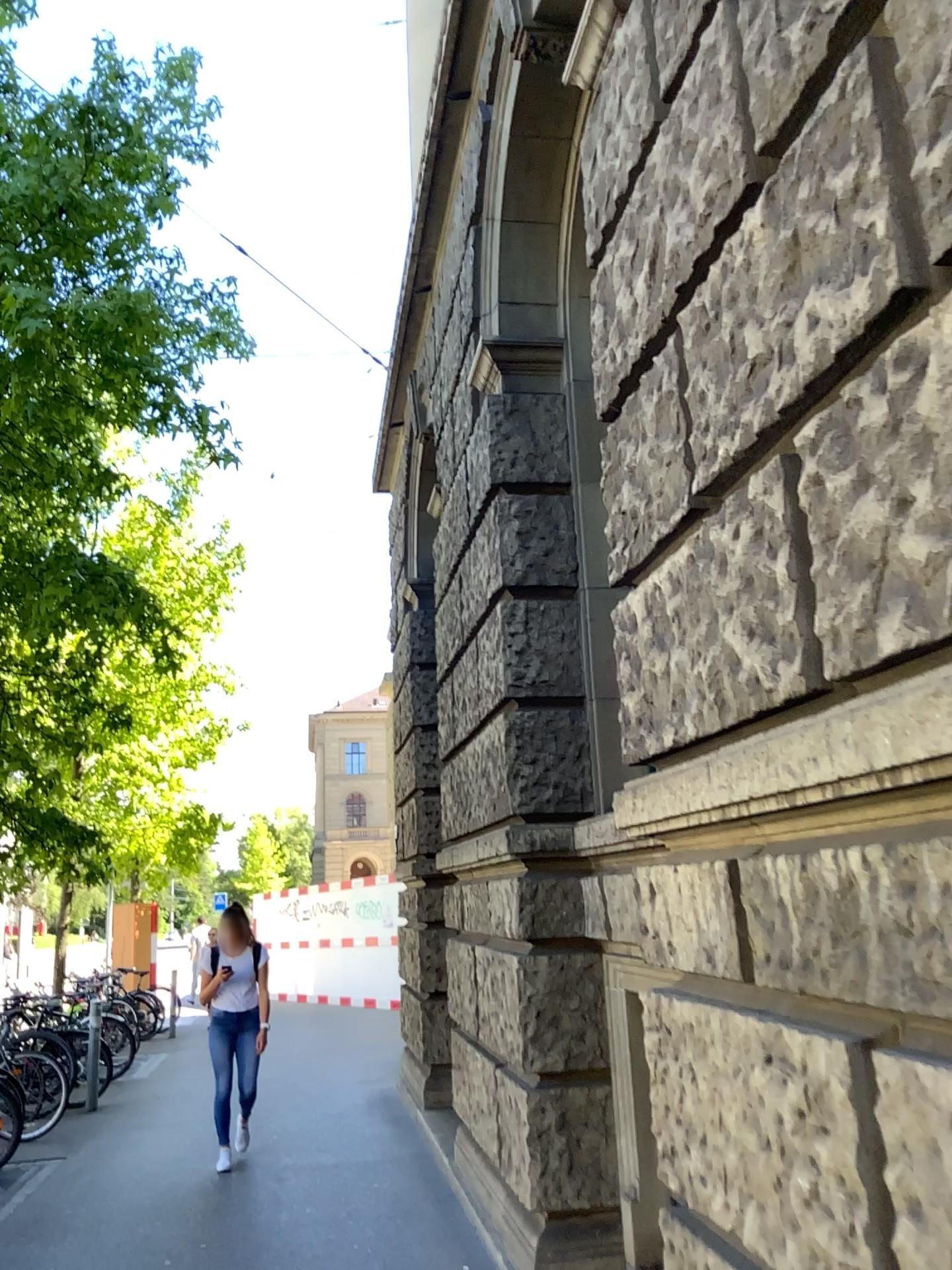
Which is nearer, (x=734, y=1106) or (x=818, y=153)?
(x=818, y=153)
